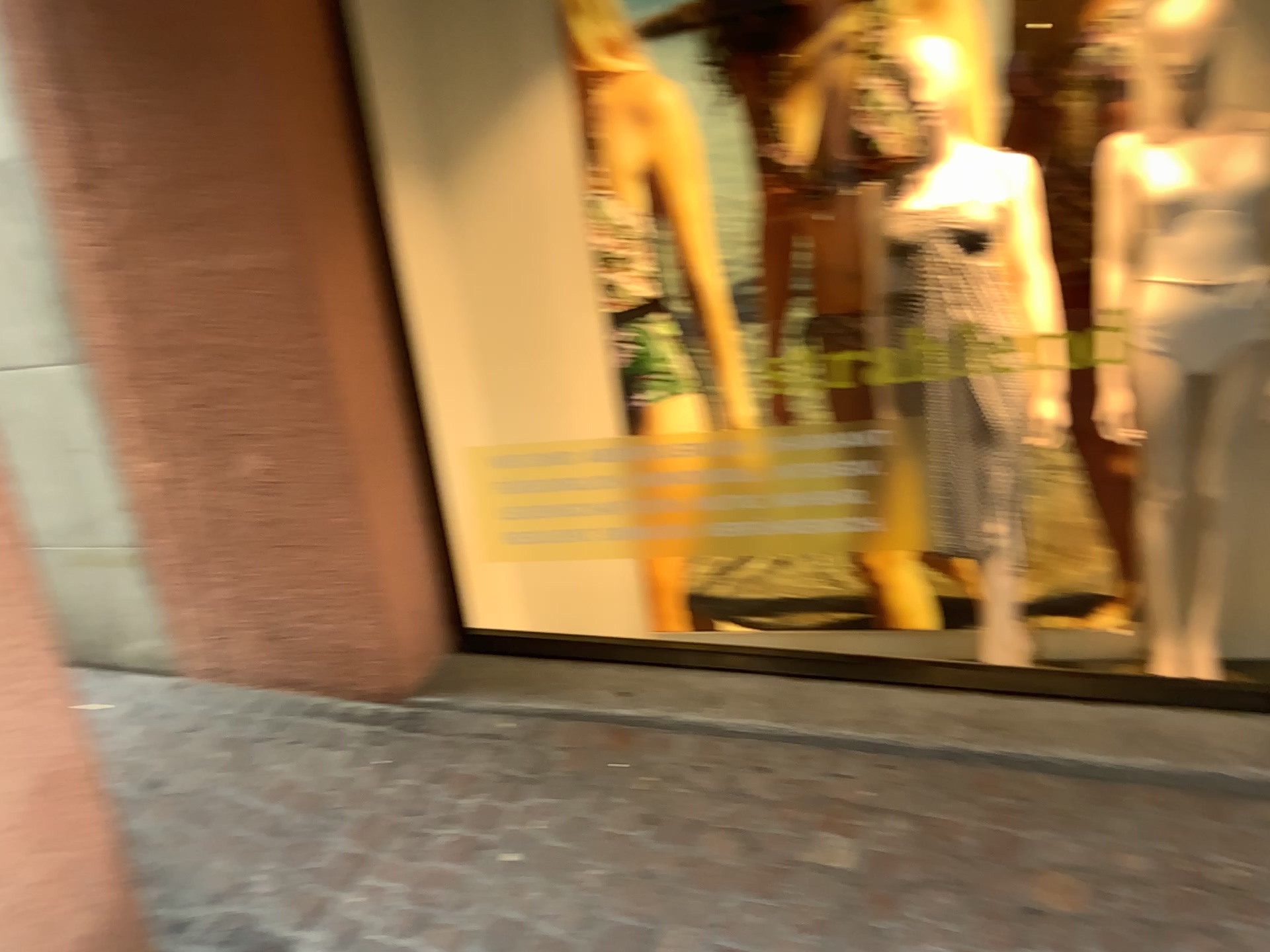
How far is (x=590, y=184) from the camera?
3.1m

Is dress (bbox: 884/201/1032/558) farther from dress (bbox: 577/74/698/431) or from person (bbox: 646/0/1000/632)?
dress (bbox: 577/74/698/431)

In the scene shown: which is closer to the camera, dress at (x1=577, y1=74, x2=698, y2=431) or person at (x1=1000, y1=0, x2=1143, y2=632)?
person at (x1=1000, y1=0, x2=1143, y2=632)

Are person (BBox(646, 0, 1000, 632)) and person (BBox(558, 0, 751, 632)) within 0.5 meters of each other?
yes

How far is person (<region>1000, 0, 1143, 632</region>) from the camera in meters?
2.6 m

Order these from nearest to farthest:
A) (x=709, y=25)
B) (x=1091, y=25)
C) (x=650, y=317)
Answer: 1. (x=1091, y=25)
2. (x=709, y=25)
3. (x=650, y=317)

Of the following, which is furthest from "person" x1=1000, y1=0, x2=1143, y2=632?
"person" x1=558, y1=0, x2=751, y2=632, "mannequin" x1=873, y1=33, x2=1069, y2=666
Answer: "person" x1=558, y1=0, x2=751, y2=632

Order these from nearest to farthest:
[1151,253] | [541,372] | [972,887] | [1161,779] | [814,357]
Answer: [972,887] < [1161,779] < [1151,253] < [814,357] < [541,372]

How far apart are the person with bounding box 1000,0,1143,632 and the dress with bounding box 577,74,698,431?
1.02m

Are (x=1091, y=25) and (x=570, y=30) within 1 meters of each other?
no
